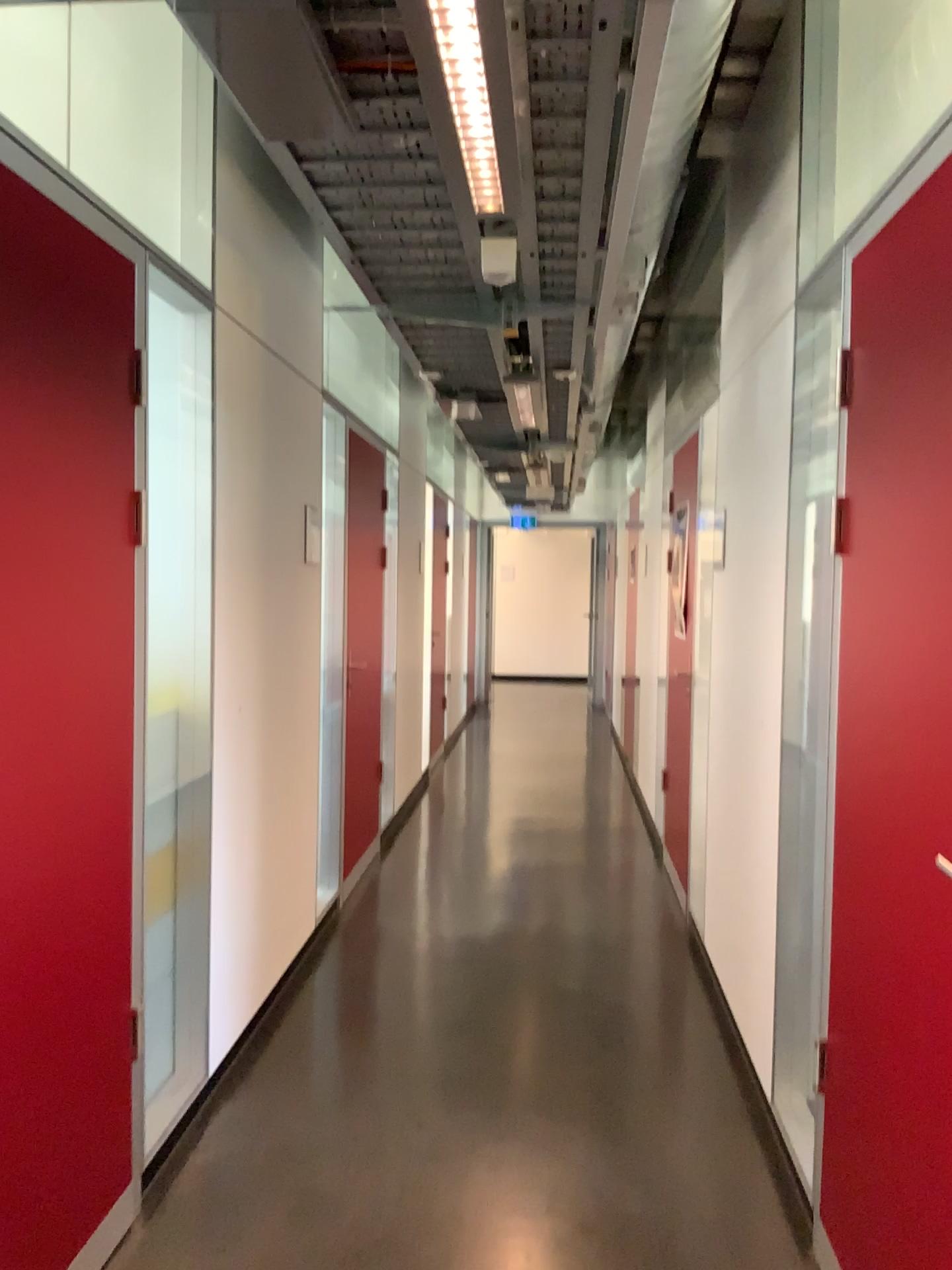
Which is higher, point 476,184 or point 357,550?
point 476,184

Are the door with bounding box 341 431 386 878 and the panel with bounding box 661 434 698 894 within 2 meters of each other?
yes

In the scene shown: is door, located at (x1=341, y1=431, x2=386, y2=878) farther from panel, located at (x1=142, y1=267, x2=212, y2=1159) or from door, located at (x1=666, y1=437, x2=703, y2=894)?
panel, located at (x1=142, y1=267, x2=212, y2=1159)

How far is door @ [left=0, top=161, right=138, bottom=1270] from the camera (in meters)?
2.01

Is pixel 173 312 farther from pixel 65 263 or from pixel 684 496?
pixel 684 496

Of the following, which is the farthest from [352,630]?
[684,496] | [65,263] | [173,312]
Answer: [65,263]

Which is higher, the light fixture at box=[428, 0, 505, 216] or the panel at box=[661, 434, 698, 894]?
the light fixture at box=[428, 0, 505, 216]

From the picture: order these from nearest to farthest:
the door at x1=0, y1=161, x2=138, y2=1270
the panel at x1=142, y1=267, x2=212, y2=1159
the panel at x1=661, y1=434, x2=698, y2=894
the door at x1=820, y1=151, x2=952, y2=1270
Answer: the door at x1=820, y1=151, x2=952, y2=1270, the door at x1=0, y1=161, x2=138, y2=1270, the panel at x1=142, y1=267, x2=212, y2=1159, the panel at x1=661, y1=434, x2=698, y2=894

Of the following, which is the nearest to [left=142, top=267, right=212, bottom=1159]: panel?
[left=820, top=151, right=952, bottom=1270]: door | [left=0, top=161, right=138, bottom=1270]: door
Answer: [left=0, top=161, right=138, bottom=1270]: door

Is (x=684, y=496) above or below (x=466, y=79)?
below
